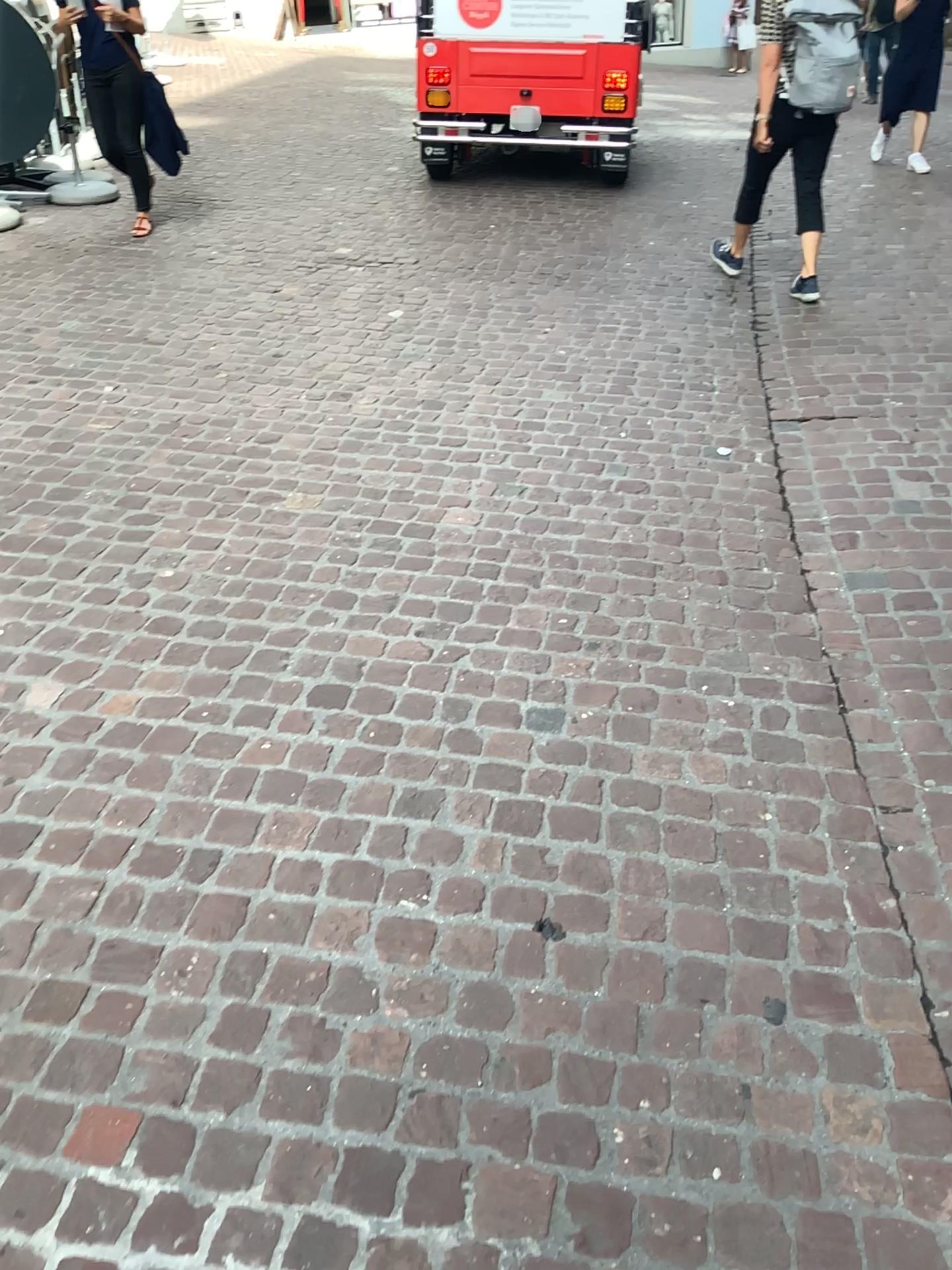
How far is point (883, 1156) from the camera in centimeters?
148cm
